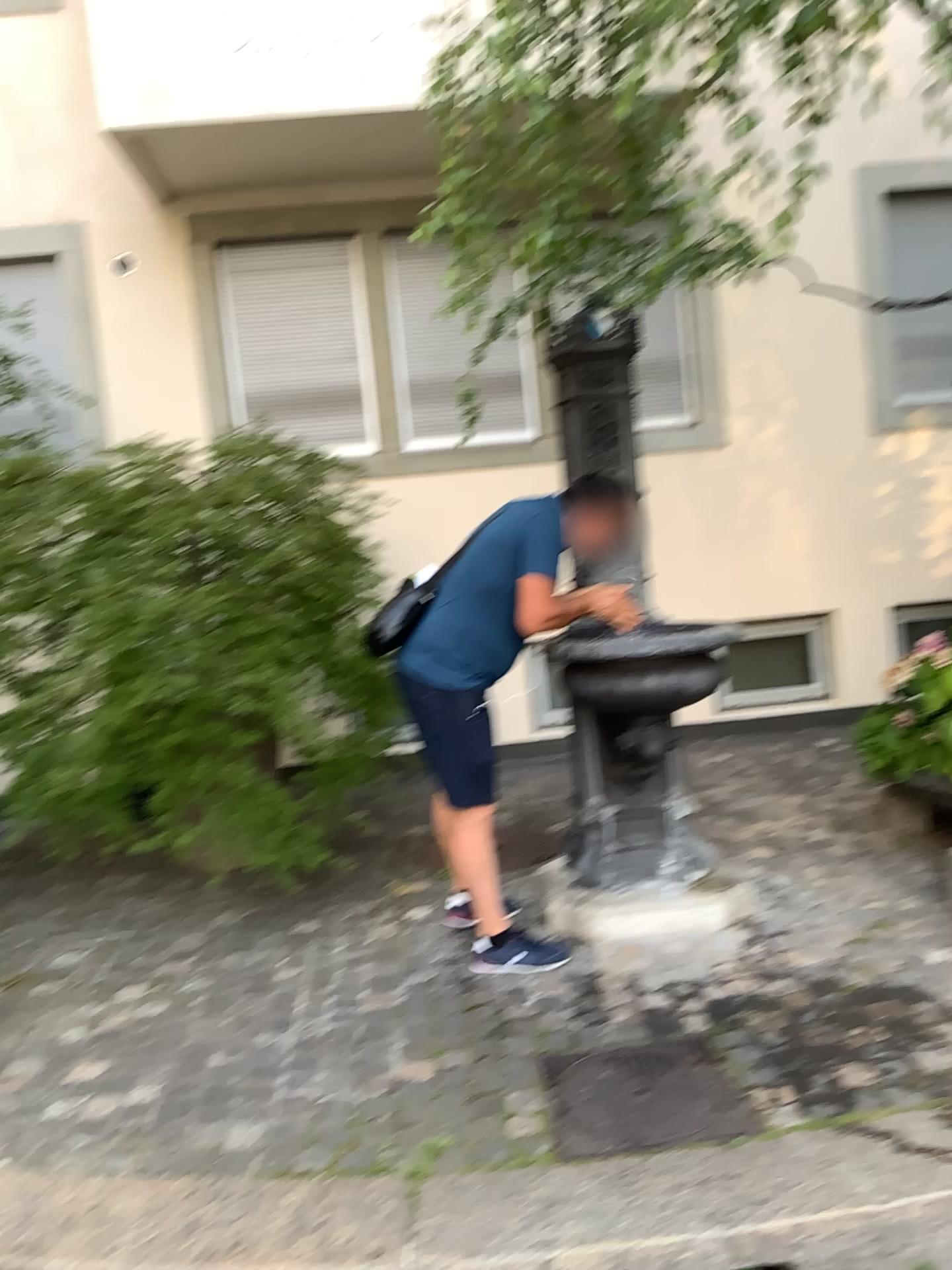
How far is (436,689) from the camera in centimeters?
325cm

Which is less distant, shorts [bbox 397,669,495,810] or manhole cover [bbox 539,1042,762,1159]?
manhole cover [bbox 539,1042,762,1159]

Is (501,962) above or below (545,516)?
below

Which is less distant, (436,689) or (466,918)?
(436,689)

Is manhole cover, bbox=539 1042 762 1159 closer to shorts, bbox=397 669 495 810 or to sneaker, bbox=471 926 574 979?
sneaker, bbox=471 926 574 979

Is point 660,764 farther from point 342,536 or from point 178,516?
point 178,516

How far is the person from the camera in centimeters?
317cm

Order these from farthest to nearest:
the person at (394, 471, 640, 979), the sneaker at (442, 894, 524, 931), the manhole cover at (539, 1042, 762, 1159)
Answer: the sneaker at (442, 894, 524, 931), the person at (394, 471, 640, 979), the manhole cover at (539, 1042, 762, 1159)

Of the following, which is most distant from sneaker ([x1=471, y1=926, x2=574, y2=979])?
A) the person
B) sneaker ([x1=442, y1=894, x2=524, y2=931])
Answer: sneaker ([x1=442, y1=894, x2=524, y2=931])

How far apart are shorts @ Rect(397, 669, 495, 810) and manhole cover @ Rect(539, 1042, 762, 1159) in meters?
0.8 m
